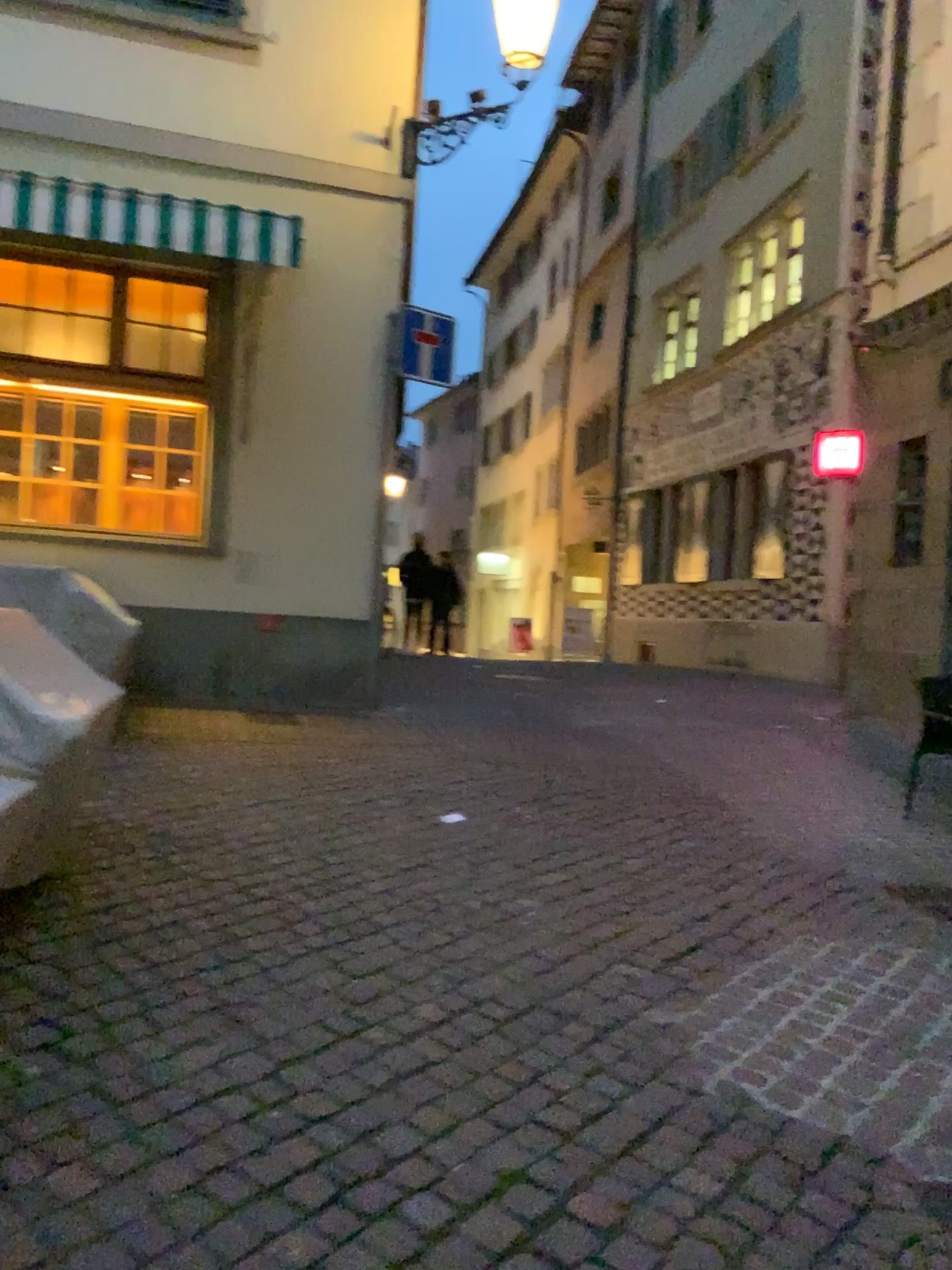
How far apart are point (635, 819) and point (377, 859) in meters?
1.6
